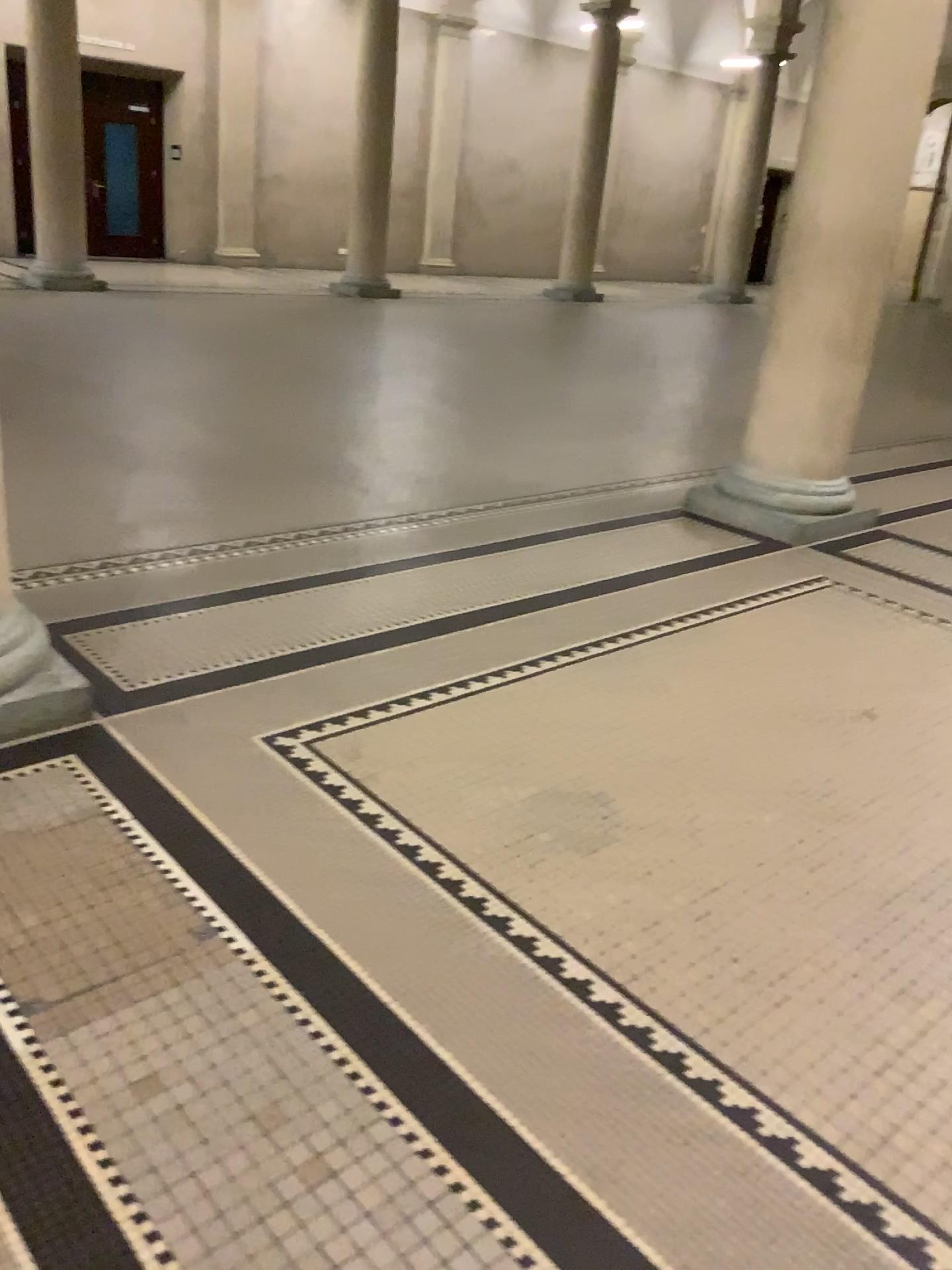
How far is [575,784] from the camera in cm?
286

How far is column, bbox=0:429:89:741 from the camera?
2.8 meters

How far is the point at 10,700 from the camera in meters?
2.8 m
